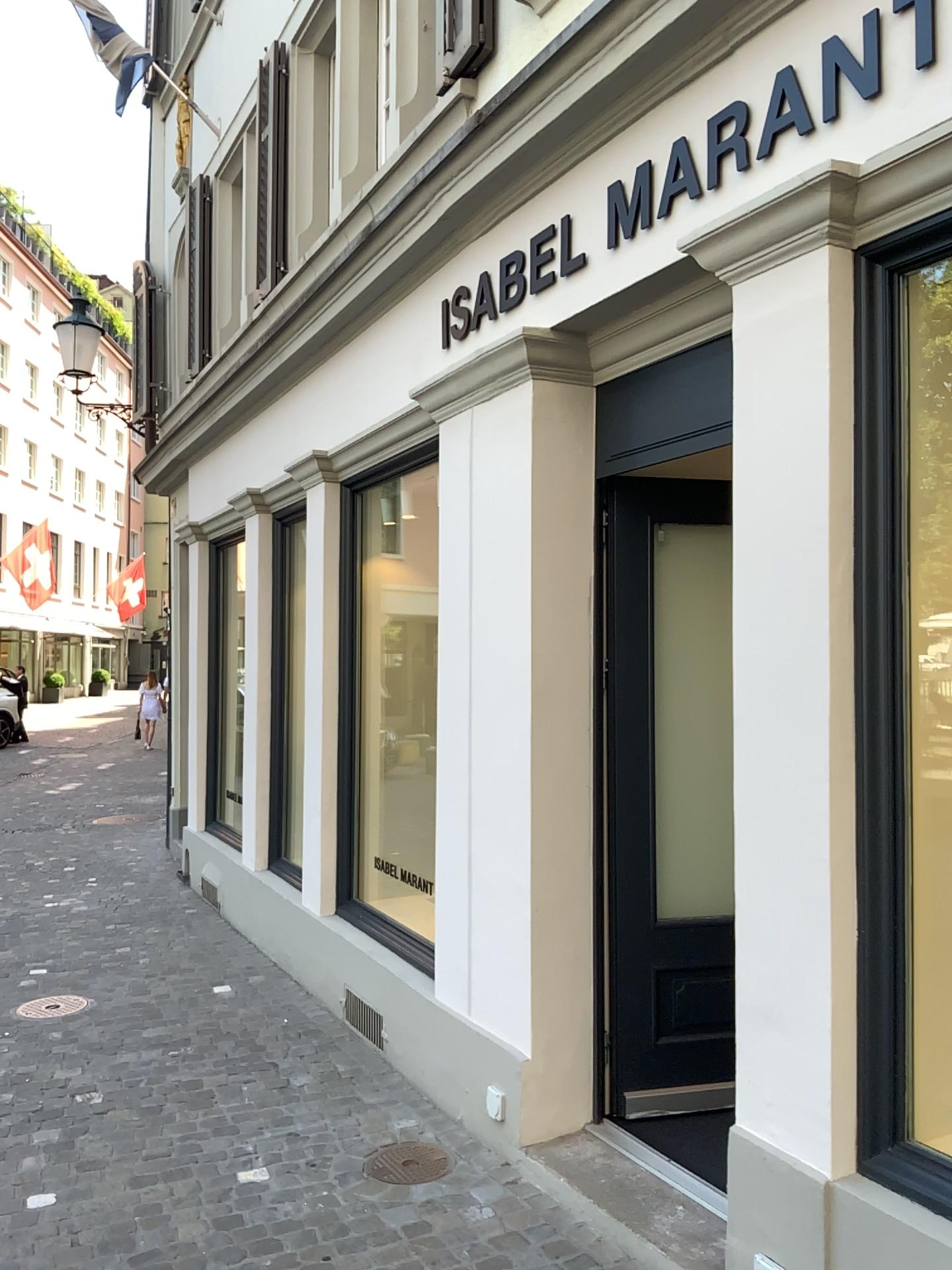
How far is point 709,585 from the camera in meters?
3.8 m

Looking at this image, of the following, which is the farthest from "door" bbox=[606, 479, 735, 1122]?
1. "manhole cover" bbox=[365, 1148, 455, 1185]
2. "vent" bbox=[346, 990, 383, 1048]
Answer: "vent" bbox=[346, 990, 383, 1048]

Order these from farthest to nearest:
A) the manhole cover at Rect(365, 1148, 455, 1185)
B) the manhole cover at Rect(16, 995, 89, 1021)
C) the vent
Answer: the manhole cover at Rect(16, 995, 89, 1021), the vent, the manhole cover at Rect(365, 1148, 455, 1185)

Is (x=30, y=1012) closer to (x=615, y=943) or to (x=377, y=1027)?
(x=377, y=1027)

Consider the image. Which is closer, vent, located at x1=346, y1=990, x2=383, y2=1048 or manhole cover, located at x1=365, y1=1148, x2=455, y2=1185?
manhole cover, located at x1=365, y1=1148, x2=455, y2=1185

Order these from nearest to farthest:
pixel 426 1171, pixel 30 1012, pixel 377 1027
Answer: pixel 426 1171
pixel 377 1027
pixel 30 1012

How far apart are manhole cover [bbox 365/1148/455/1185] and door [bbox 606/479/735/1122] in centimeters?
59cm

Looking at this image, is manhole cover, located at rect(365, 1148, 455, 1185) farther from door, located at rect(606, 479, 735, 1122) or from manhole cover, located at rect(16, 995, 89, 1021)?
manhole cover, located at rect(16, 995, 89, 1021)

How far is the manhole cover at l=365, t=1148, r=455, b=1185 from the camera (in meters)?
3.37

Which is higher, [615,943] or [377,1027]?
[615,943]
